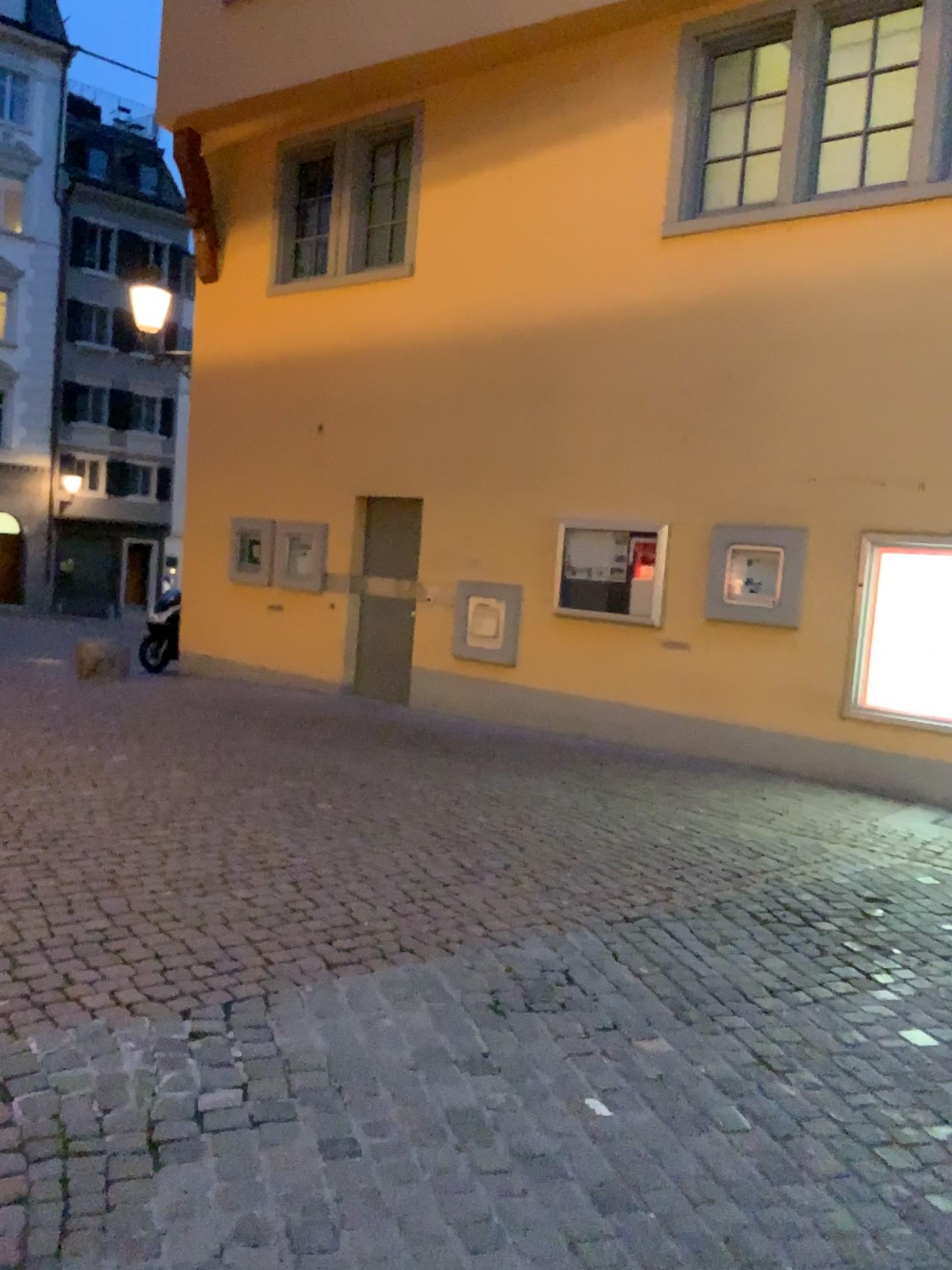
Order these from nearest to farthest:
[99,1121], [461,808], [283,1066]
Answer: [99,1121] → [283,1066] → [461,808]
